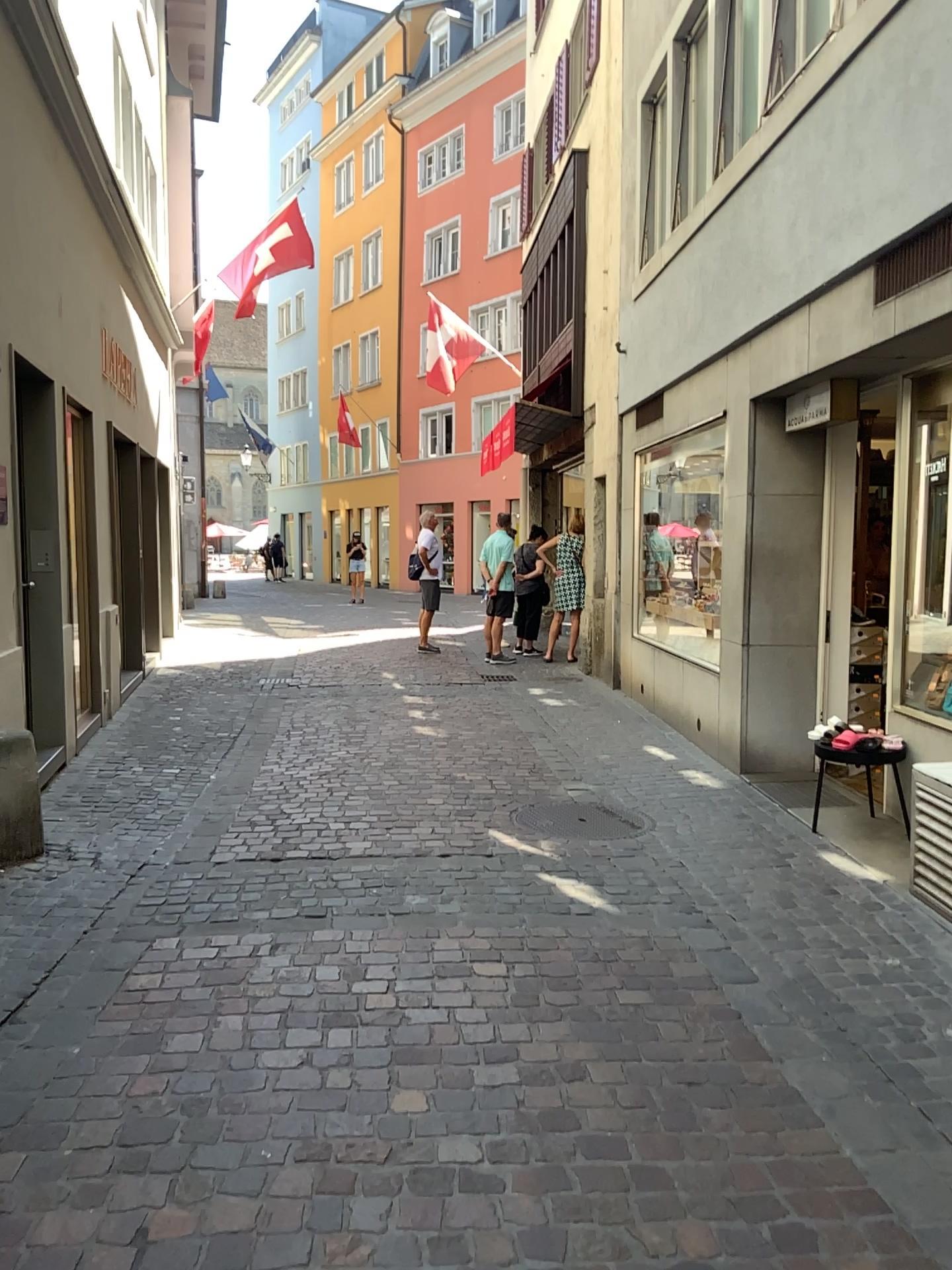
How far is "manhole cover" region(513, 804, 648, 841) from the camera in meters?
5.2

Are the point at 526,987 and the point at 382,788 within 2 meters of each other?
no

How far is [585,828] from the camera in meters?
5.2 m
